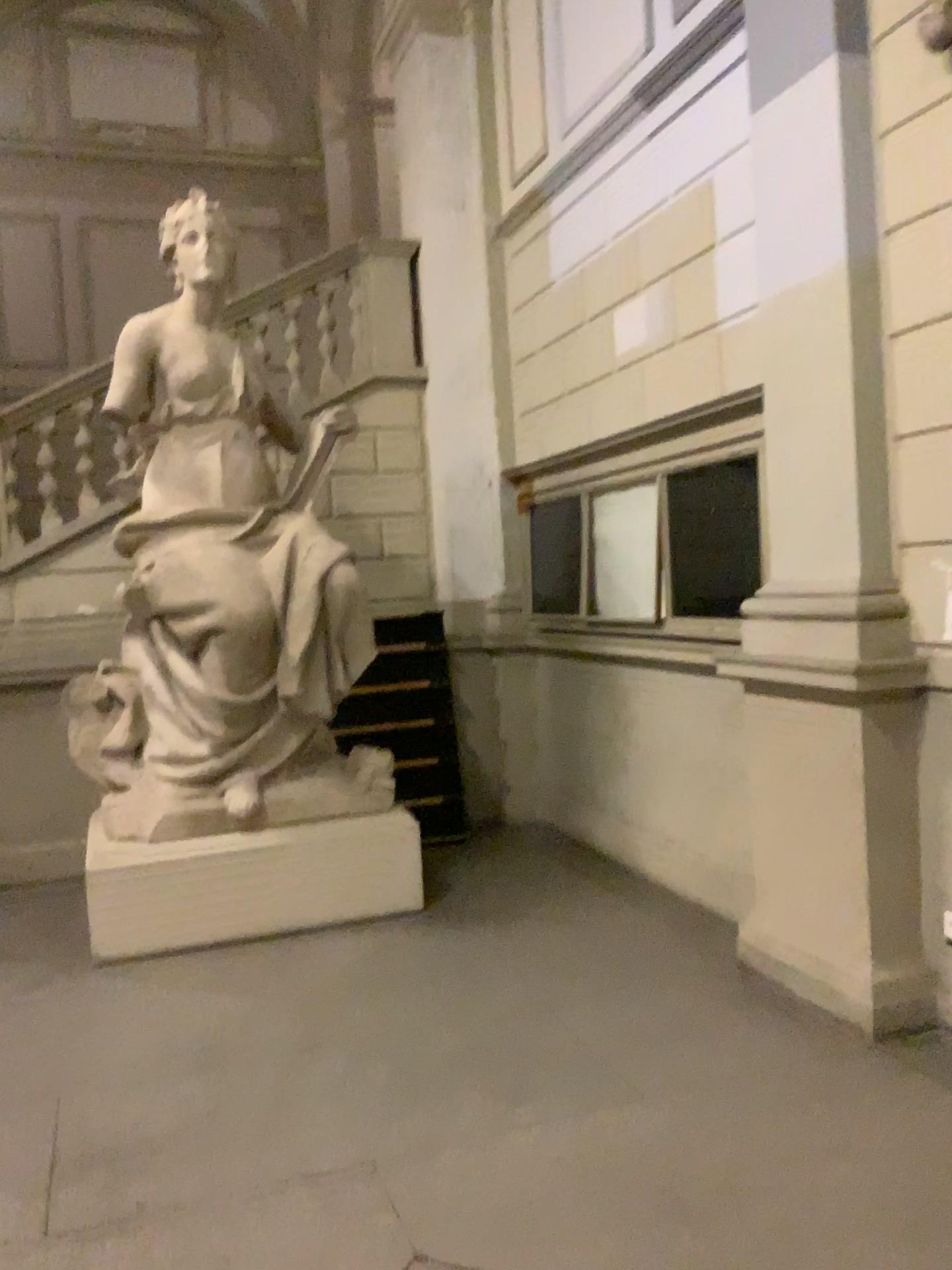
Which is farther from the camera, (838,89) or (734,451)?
(734,451)

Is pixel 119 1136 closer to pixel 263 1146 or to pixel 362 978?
pixel 263 1146

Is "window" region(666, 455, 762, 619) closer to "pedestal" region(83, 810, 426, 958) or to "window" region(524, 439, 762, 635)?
"window" region(524, 439, 762, 635)

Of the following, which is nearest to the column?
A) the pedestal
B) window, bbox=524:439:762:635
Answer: window, bbox=524:439:762:635

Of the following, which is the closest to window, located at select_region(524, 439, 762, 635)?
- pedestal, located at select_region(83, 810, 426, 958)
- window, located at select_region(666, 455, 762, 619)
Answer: window, located at select_region(666, 455, 762, 619)

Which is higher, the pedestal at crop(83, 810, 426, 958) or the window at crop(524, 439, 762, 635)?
the window at crop(524, 439, 762, 635)

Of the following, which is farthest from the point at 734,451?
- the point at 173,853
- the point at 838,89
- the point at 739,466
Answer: the point at 173,853

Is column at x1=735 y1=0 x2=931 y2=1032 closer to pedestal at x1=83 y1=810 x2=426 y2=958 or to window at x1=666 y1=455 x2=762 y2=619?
window at x1=666 y1=455 x2=762 y2=619

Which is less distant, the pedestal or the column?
the column

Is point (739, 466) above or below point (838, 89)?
below
